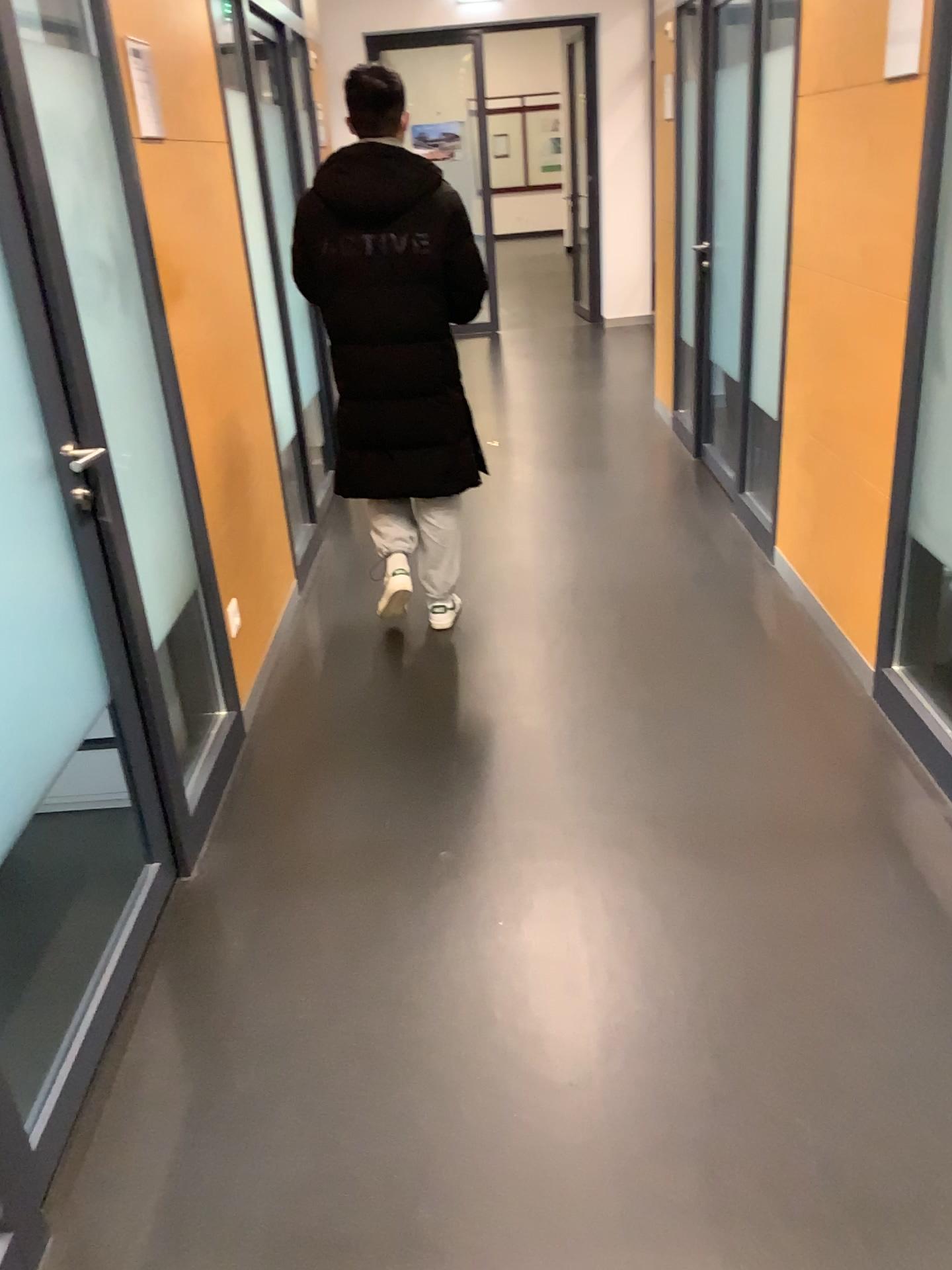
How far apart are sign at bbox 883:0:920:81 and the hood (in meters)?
1.26

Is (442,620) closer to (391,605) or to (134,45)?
(391,605)

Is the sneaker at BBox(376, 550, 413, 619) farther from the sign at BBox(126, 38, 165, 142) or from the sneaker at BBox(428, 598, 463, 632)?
the sign at BBox(126, 38, 165, 142)

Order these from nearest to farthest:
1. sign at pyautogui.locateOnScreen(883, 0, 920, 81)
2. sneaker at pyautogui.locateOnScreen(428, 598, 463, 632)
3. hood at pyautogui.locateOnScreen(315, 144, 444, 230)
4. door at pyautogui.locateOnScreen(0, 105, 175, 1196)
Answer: door at pyautogui.locateOnScreen(0, 105, 175, 1196), sign at pyautogui.locateOnScreen(883, 0, 920, 81), hood at pyautogui.locateOnScreen(315, 144, 444, 230), sneaker at pyautogui.locateOnScreen(428, 598, 463, 632)

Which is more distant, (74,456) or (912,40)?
(912,40)

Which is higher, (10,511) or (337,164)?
(337,164)

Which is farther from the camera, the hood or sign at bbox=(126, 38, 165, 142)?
the hood

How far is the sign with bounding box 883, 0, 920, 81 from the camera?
2.4 meters

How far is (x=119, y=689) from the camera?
2.1 meters

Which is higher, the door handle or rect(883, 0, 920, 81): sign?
rect(883, 0, 920, 81): sign
